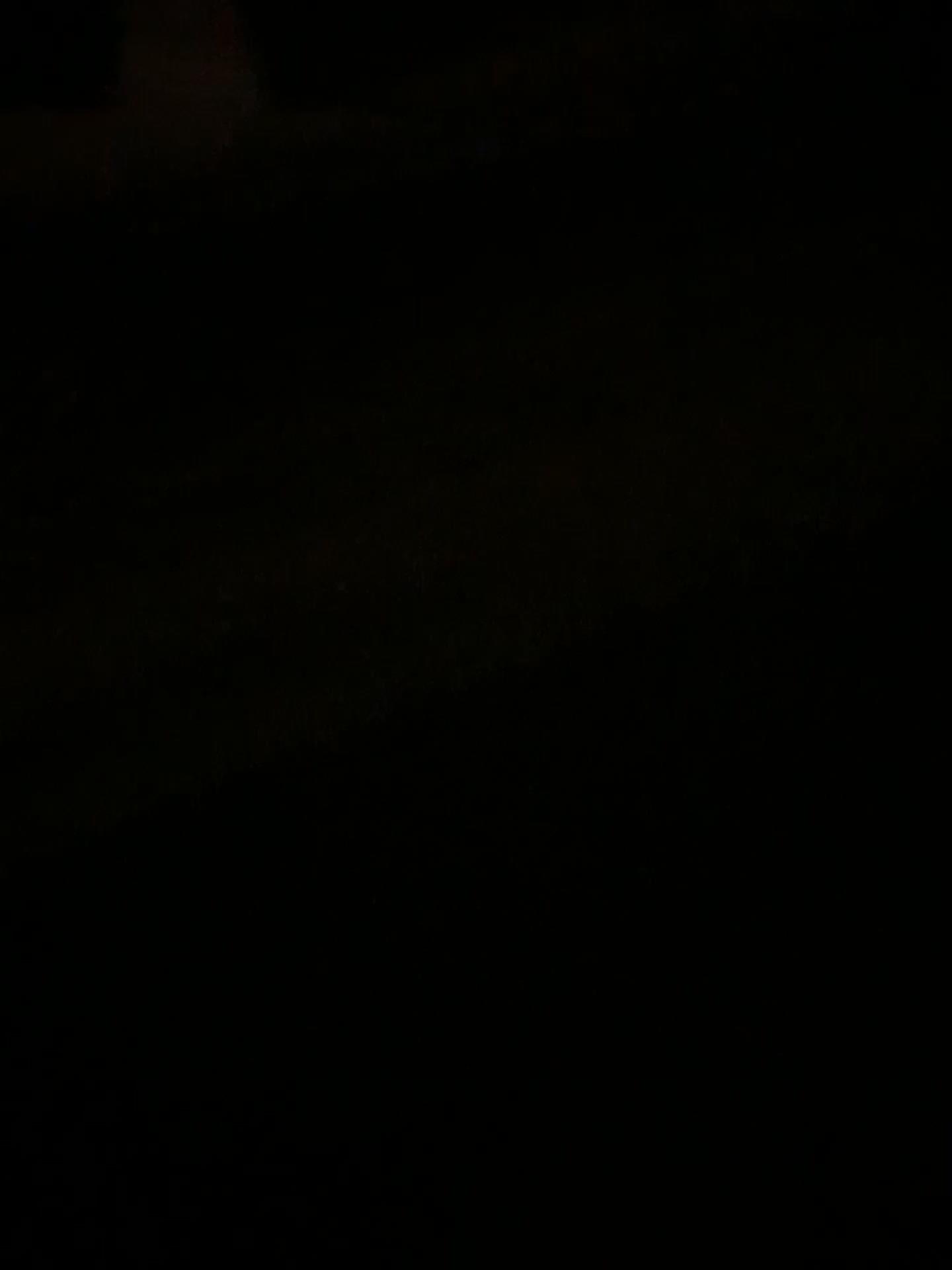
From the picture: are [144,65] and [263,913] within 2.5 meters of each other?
no
